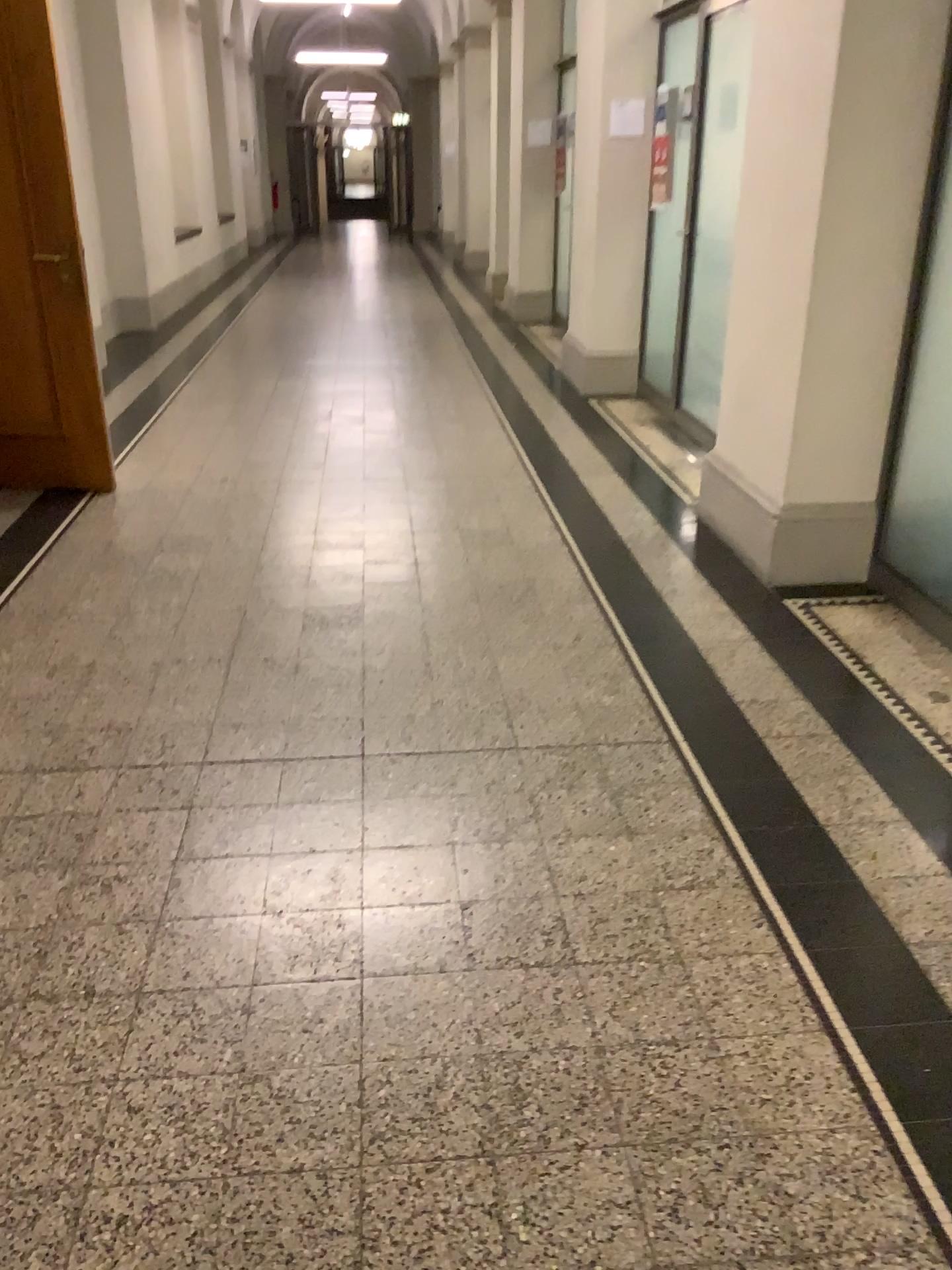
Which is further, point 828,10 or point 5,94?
point 5,94

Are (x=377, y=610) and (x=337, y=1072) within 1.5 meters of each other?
no

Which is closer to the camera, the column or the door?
the column
